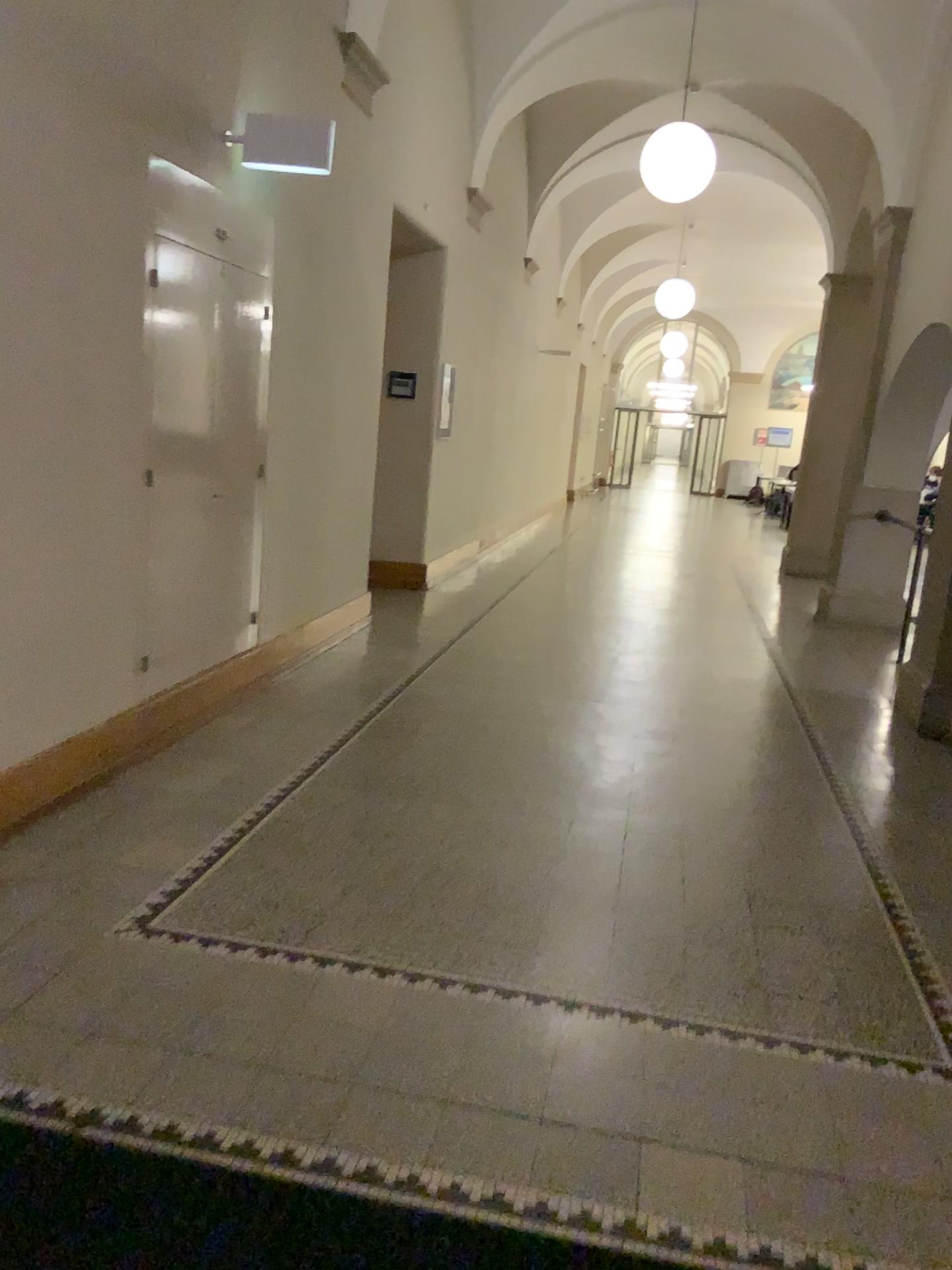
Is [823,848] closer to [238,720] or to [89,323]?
[238,720]
